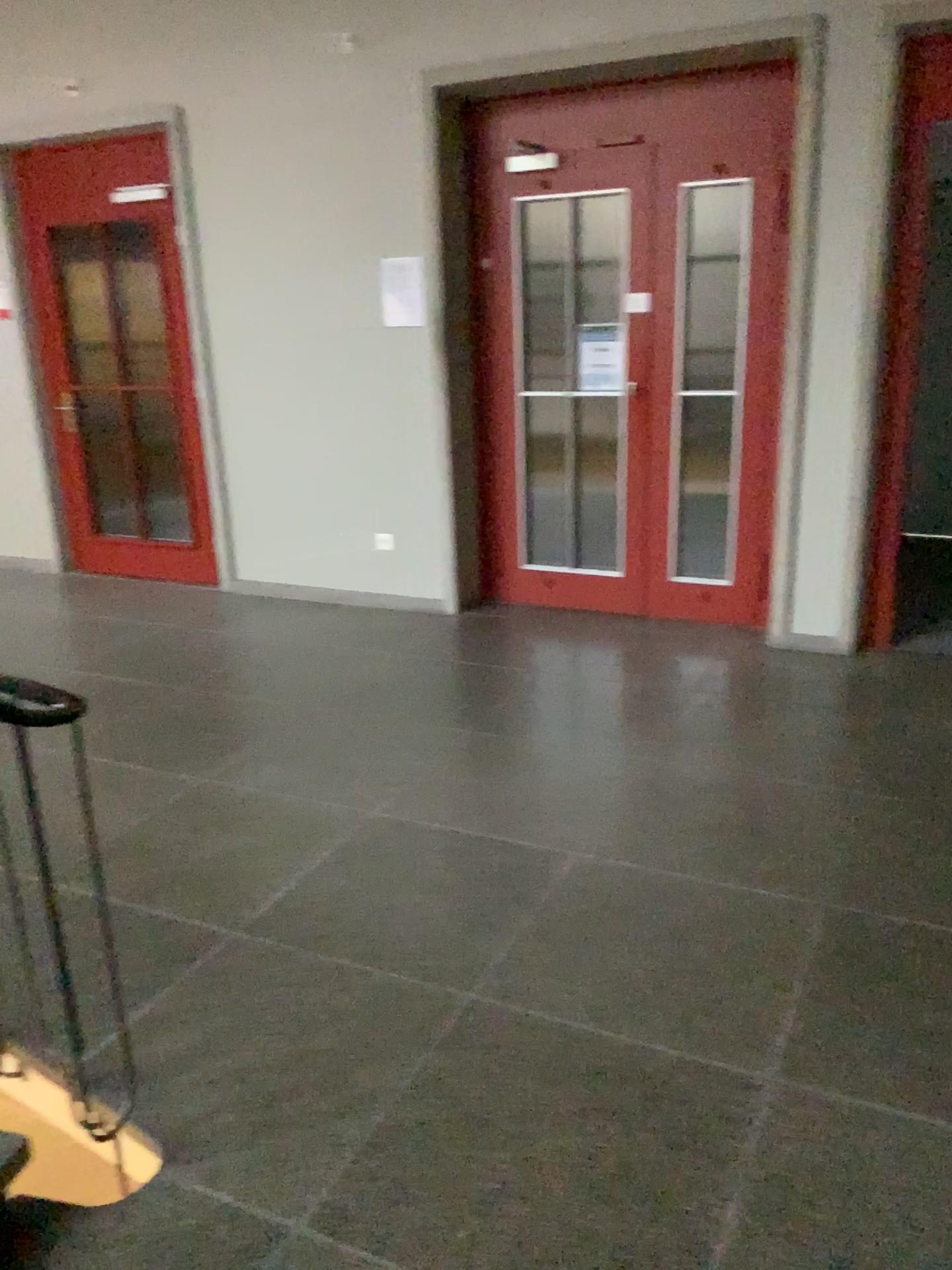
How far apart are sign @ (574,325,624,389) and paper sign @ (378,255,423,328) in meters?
0.8

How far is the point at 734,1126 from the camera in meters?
2.0

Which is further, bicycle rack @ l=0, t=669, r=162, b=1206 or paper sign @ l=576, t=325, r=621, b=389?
paper sign @ l=576, t=325, r=621, b=389

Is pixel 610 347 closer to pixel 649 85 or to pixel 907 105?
pixel 649 85

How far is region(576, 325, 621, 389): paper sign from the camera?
4.9 meters

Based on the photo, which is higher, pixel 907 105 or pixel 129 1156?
pixel 907 105

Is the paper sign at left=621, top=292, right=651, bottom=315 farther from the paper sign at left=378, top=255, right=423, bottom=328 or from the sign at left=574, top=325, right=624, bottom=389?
the paper sign at left=378, top=255, right=423, bottom=328

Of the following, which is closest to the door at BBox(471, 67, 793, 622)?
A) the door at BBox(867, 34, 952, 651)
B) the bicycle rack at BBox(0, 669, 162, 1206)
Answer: the door at BBox(867, 34, 952, 651)

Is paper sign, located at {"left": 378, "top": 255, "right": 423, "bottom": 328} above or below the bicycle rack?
above

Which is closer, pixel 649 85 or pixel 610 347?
pixel 649 85
